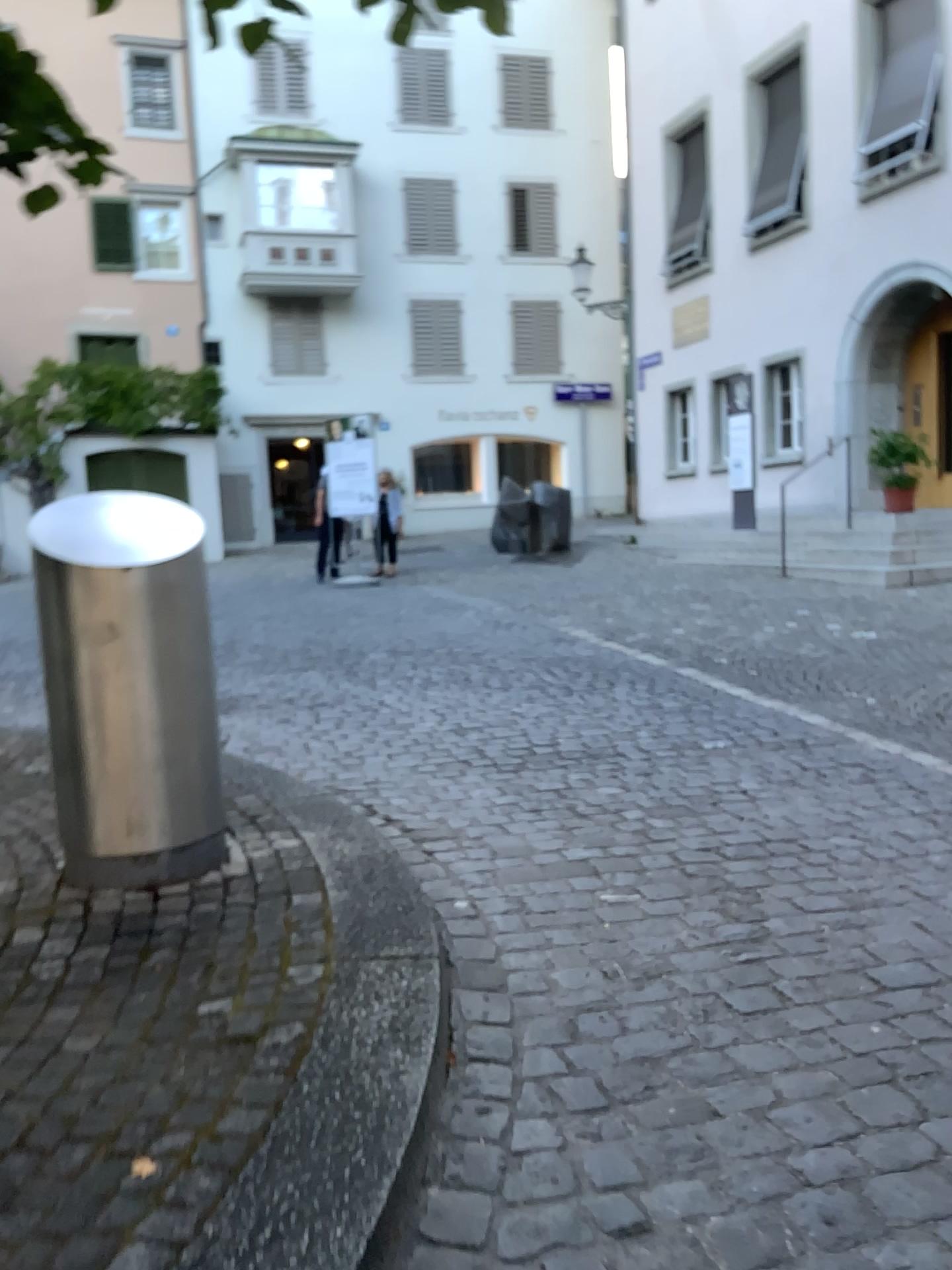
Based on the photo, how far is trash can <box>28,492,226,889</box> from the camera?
3.1 meters

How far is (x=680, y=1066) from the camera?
2.4 meters

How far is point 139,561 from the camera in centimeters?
308cm
